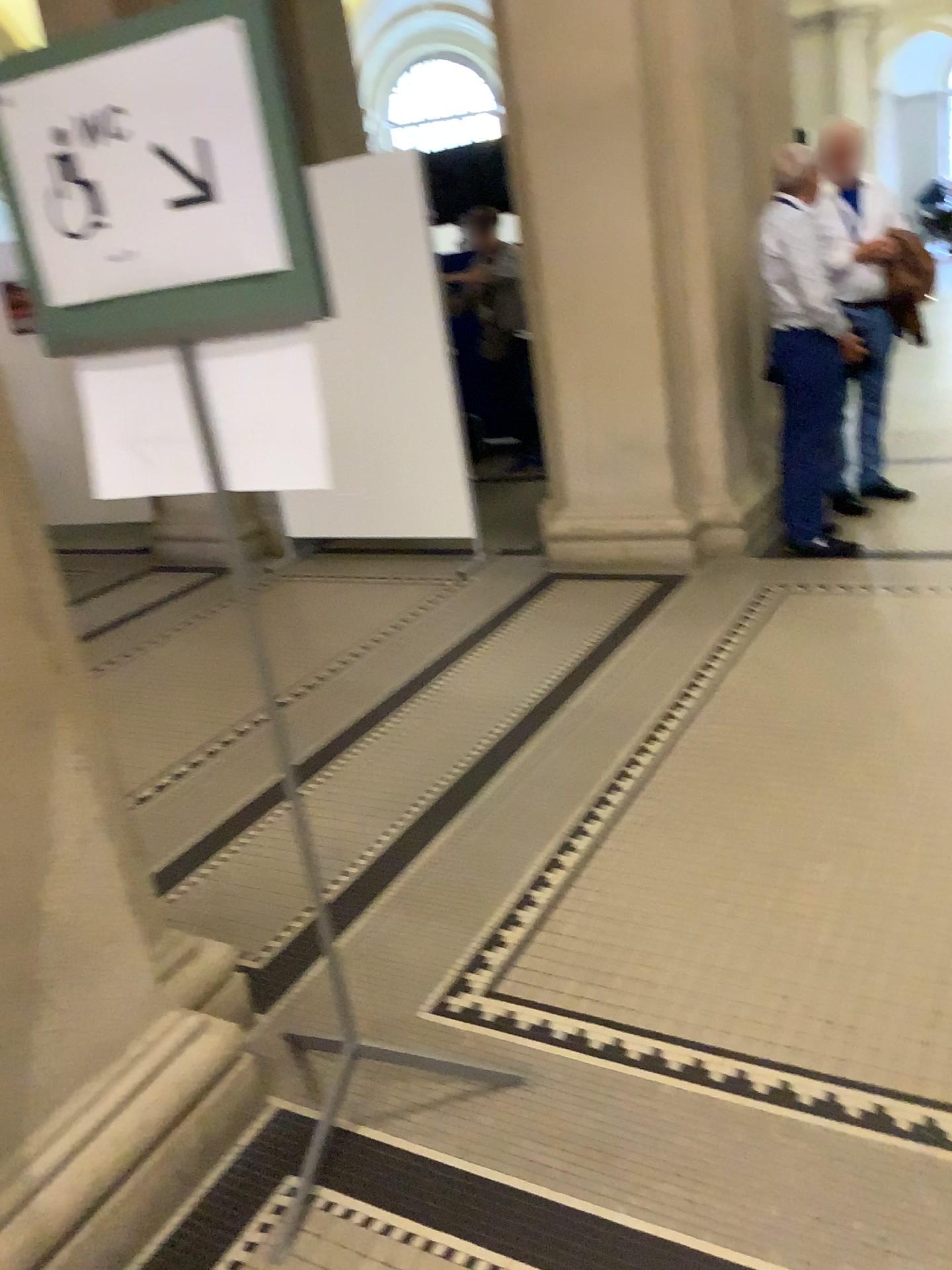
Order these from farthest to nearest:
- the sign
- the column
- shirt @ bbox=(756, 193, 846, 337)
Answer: shirt @ bbox=(756, 193, 846, 337) → the column → the sign

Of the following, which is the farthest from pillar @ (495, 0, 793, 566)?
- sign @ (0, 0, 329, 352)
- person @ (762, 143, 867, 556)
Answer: sign @ (0, 0, 329, 352)

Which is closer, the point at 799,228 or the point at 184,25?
the point at 184,25

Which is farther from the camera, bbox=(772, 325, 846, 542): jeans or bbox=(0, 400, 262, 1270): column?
bbox=(772, 325, 846, 542): jeans

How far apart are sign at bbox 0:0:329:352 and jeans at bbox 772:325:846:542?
3.4 meters

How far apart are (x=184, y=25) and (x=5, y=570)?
0.82m

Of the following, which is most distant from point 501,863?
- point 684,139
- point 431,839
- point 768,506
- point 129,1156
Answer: point 684,139

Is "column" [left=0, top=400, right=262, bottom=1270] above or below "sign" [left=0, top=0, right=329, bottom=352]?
below

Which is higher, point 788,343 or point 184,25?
point 184,25

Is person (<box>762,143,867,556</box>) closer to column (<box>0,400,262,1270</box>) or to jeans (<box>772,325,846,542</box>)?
jeans (<box>772,325,846,542</box>)
